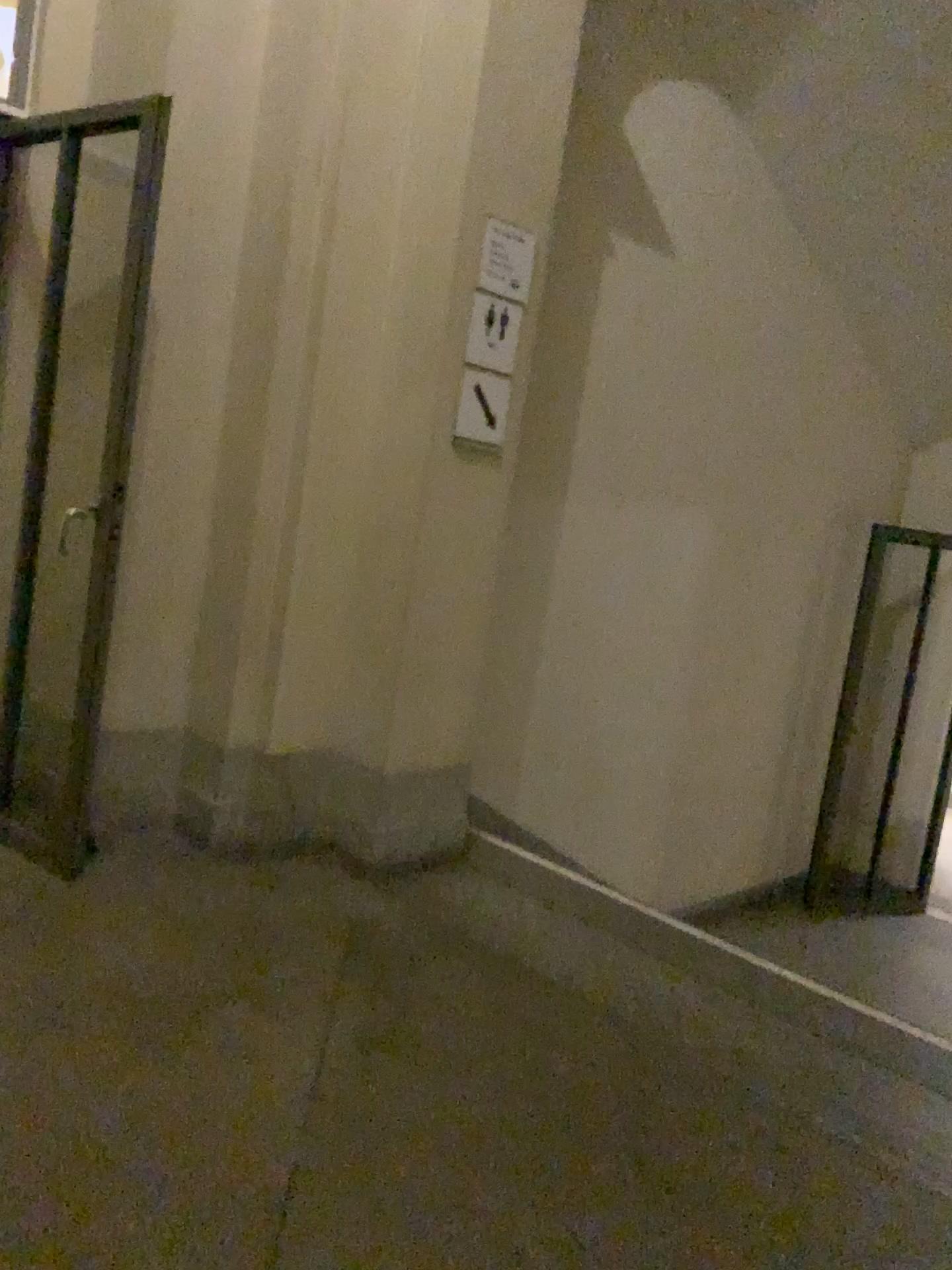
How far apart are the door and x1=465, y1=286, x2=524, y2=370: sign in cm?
100

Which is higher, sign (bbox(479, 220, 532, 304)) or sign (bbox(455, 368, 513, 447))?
sign (bbox(479, 220, 532, 304))

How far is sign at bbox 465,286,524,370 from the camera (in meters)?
3.23

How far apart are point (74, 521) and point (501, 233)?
1.5 meters

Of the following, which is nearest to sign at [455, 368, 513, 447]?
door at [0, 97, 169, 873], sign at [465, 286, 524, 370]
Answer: sign at [465, 286, 524, 370]

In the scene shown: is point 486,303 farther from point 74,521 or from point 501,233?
point 74,521

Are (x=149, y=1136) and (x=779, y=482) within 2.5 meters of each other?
no

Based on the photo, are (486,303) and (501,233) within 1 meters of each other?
yes

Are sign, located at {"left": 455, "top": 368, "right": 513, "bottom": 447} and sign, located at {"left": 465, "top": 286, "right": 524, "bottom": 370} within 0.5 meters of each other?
yes

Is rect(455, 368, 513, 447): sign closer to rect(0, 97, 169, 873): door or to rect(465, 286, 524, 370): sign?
rect(465, 286, 524, 370): sign
